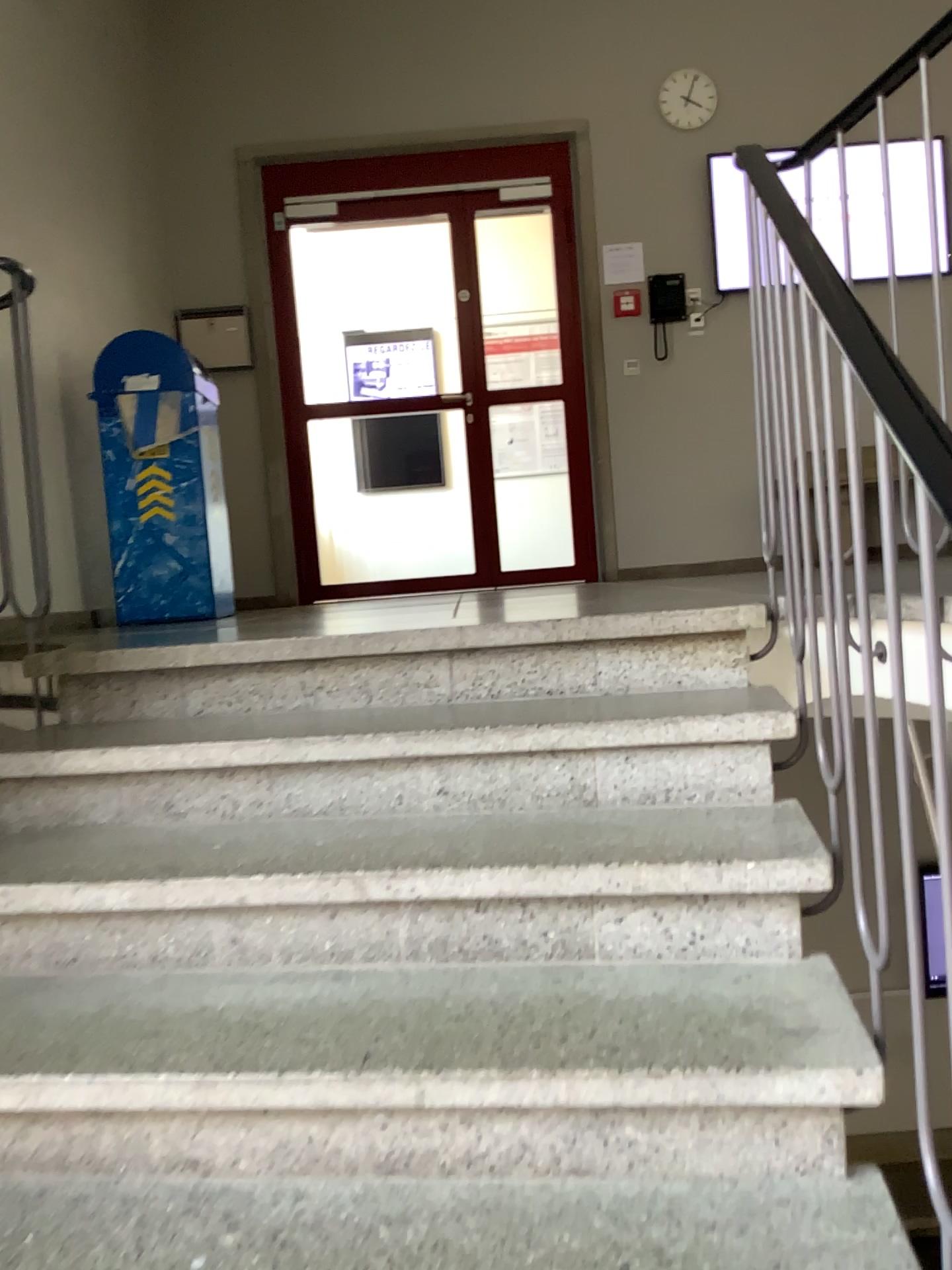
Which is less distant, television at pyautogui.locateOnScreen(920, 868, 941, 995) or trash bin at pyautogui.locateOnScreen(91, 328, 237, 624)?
television at pyautogui.locateOnScreen(920, 868, 941, 995)

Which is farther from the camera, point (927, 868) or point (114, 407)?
point (114, 407)

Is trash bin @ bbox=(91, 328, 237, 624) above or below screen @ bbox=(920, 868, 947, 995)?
above

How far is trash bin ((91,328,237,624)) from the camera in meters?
3.9 m

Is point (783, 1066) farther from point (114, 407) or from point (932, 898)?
point (114, 407)

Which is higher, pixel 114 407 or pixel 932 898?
pixel 114 407

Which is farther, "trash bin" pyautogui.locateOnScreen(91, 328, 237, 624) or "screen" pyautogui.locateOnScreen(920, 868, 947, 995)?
"trash bin" pyautogui.locateOnScreen(91, 328, 237, 624)

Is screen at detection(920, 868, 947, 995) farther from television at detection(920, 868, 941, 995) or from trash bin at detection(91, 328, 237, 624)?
trash bin at detection(91, 328, 237, 624)

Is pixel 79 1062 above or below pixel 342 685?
below

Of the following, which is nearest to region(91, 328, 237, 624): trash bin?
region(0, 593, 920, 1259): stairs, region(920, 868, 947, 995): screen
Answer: region(0, 593, 920, 1259): stairs
